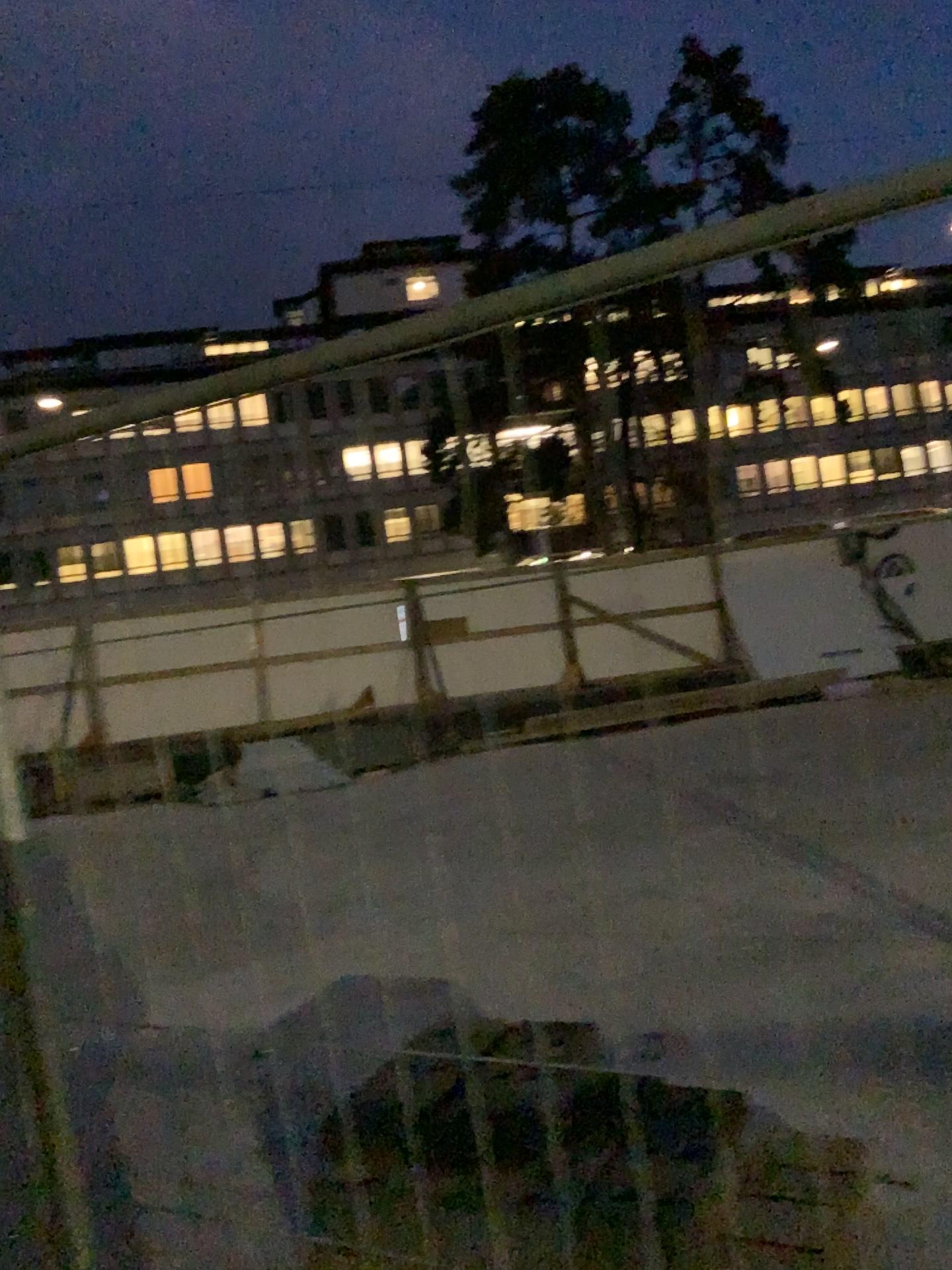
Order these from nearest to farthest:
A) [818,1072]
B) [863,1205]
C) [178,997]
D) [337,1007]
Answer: [863,1205]
[818,1072]
[337,1007]
[178,997]
